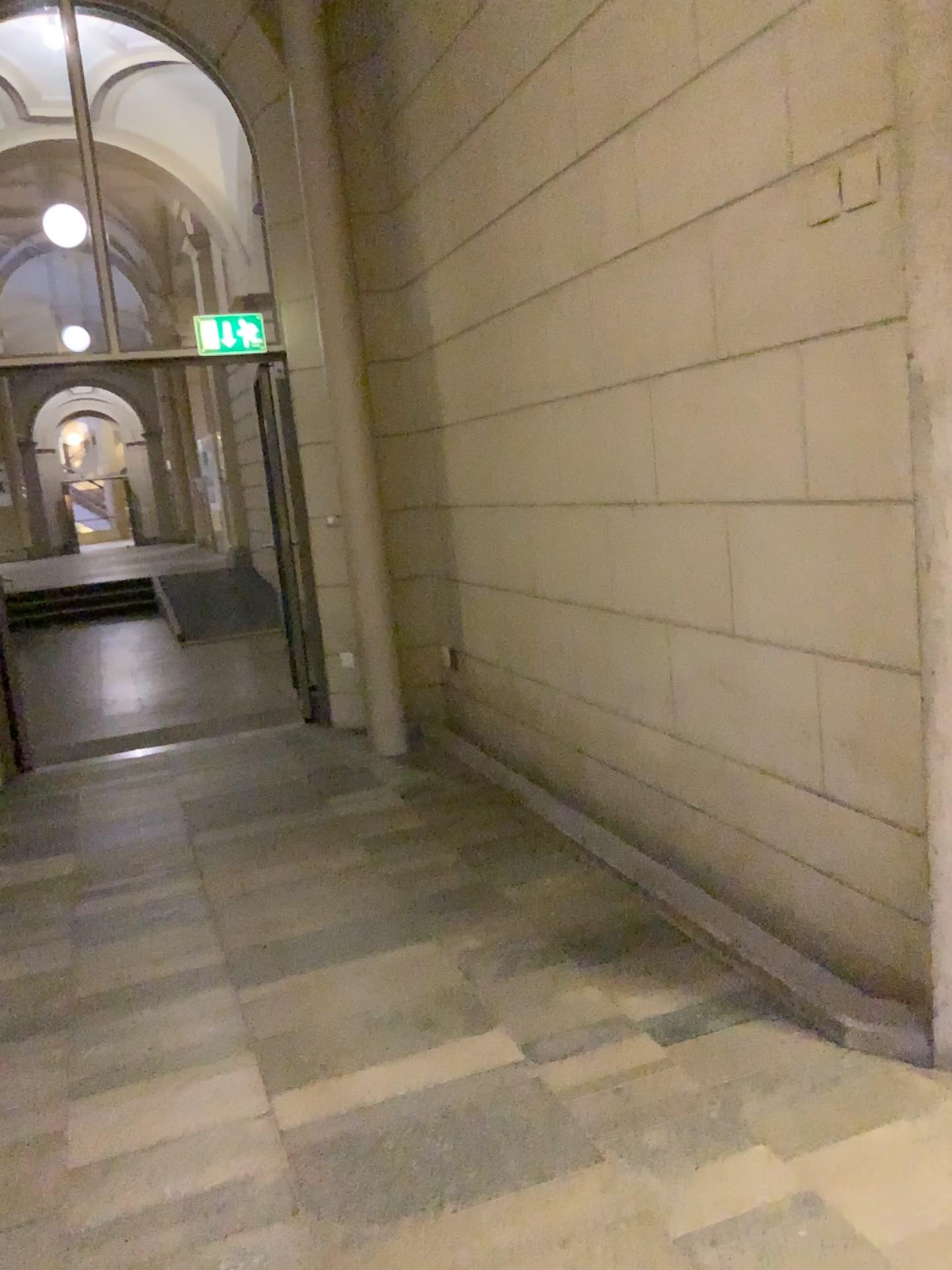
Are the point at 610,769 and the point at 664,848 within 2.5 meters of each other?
yes
